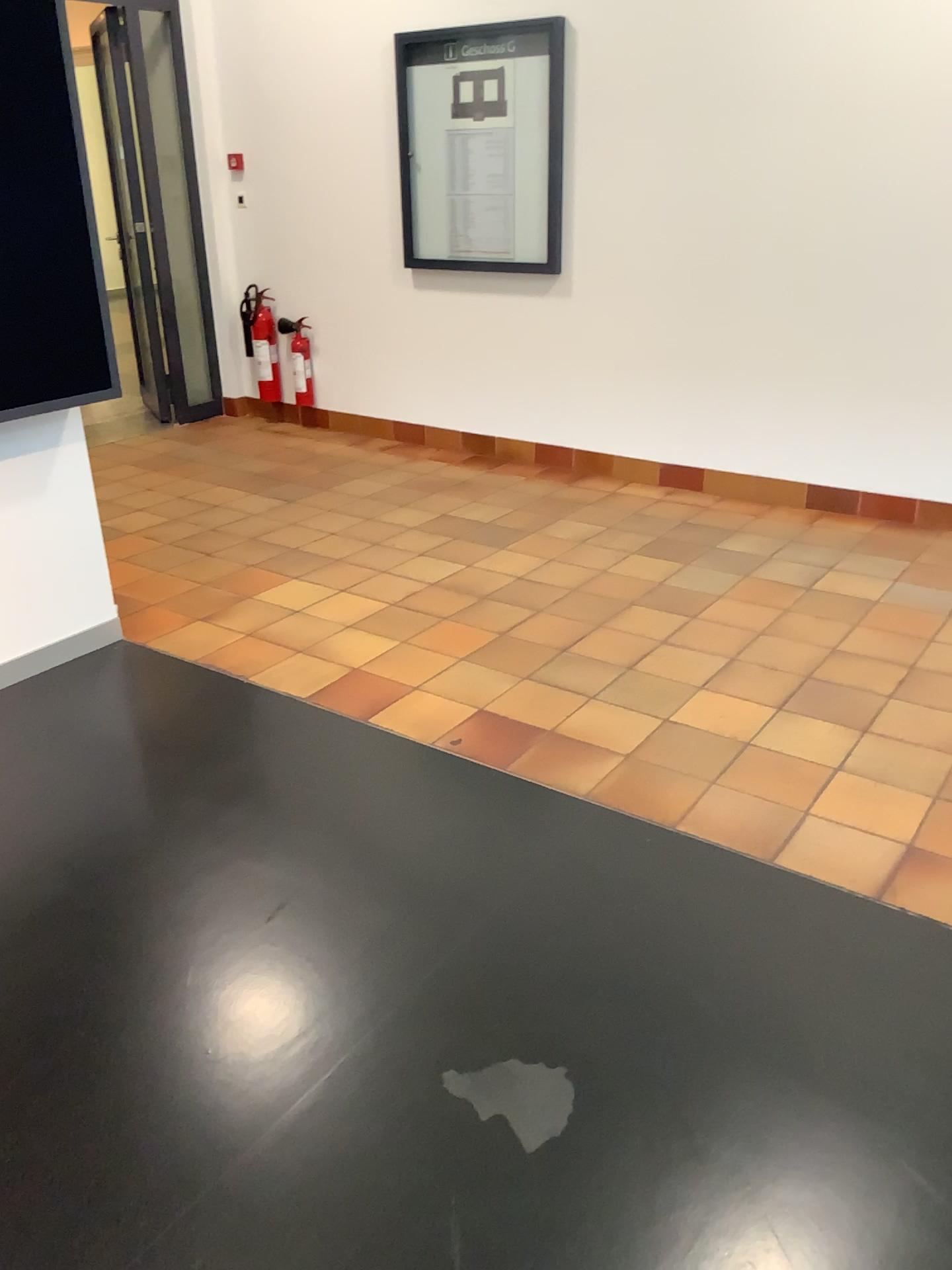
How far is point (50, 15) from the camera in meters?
2.8 m

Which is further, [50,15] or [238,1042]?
[50,15]

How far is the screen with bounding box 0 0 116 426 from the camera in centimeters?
278cm

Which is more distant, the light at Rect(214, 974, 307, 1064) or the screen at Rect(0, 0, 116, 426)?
the screen at Rect(0, 0, 116, 426)

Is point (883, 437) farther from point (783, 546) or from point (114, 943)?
point (114, 943)

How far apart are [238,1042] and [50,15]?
2.6 meters

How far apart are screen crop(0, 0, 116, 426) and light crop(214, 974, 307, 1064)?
1.73m

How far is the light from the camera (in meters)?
1.97

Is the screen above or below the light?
above
